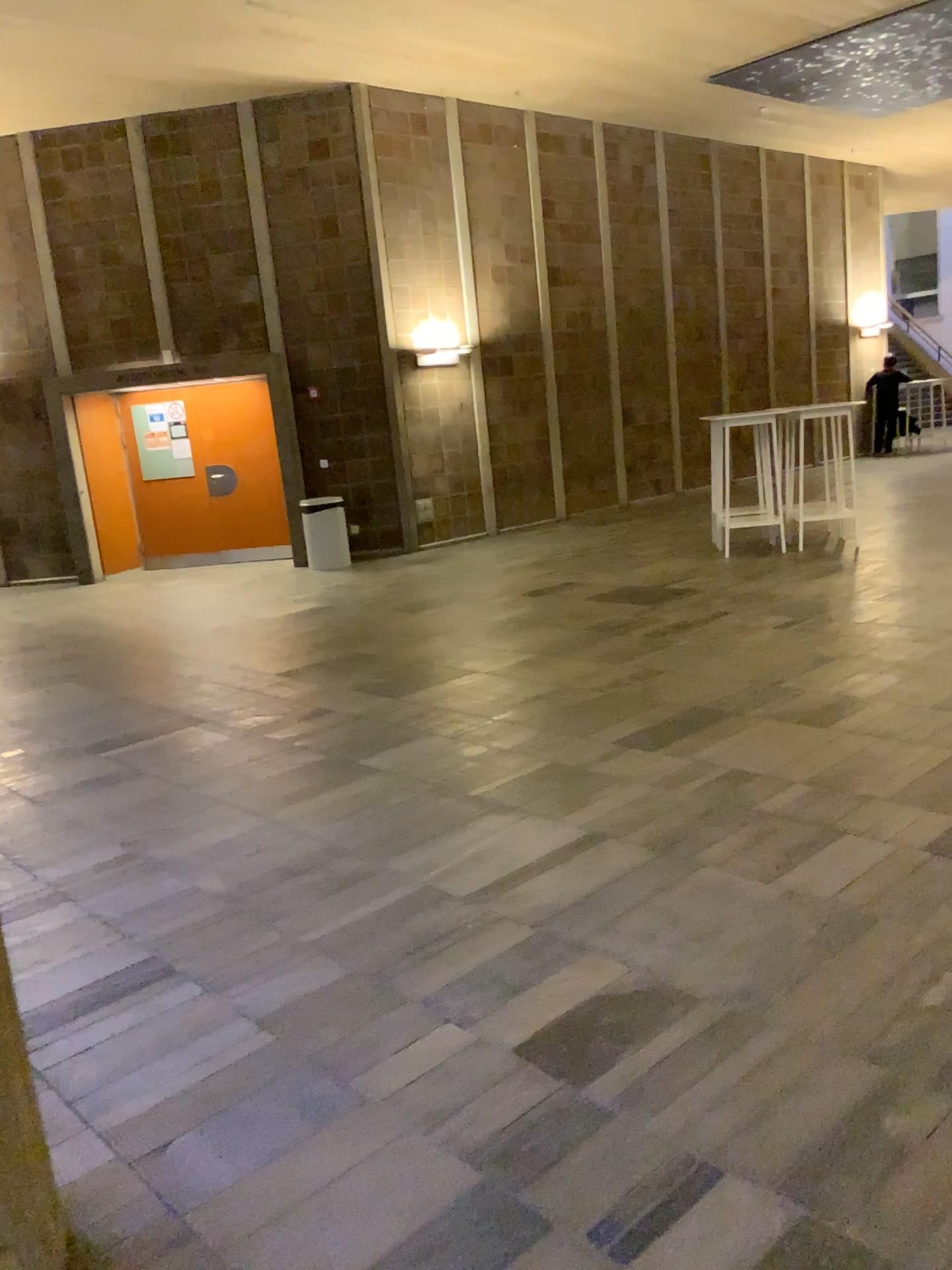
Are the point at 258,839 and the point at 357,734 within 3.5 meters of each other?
yes
